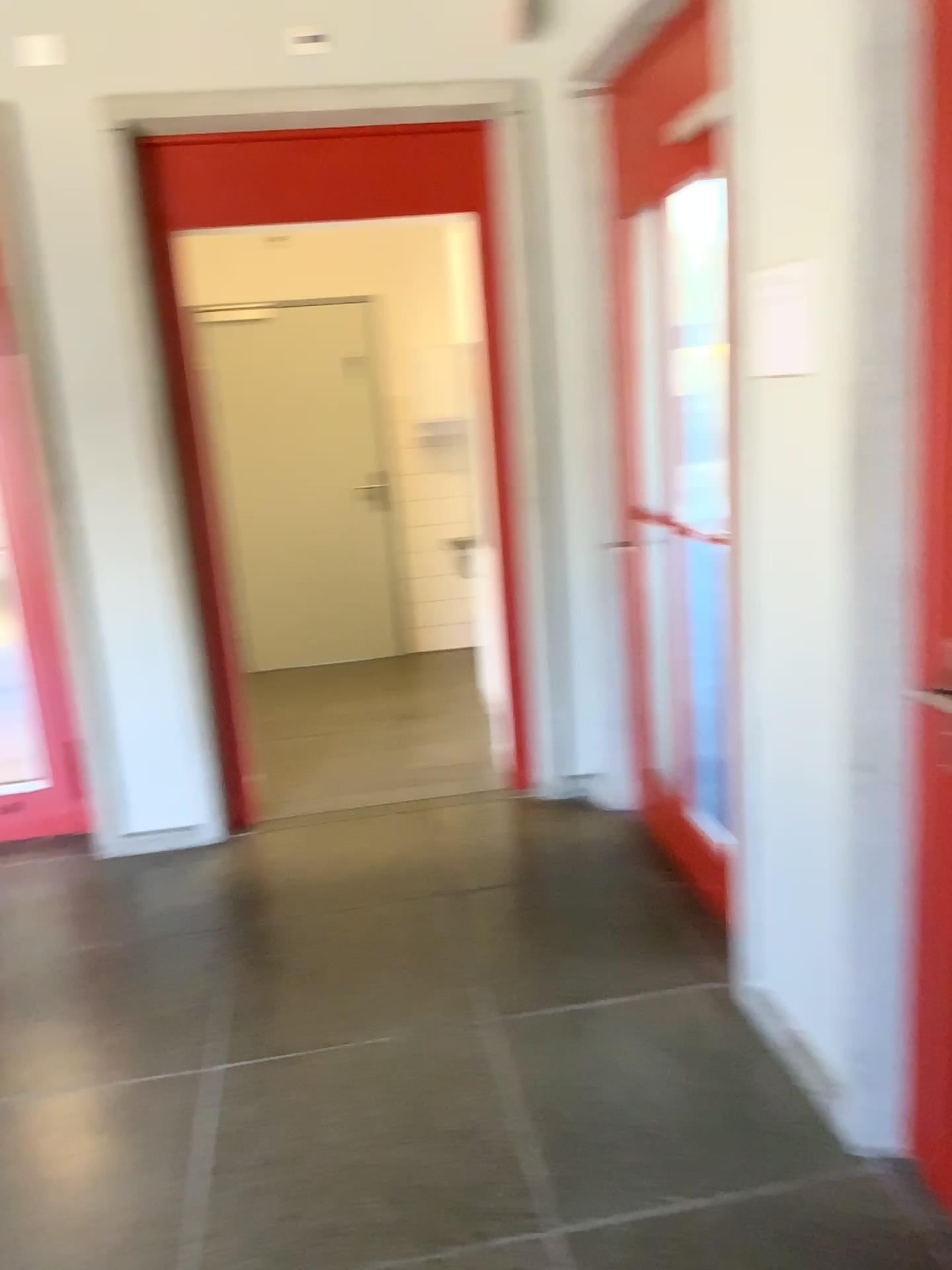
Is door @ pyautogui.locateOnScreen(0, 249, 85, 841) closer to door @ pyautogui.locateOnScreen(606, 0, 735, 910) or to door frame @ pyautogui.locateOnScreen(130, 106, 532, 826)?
door frame @ pyautogui.locateOnScreen(130, 106, 532, 826)

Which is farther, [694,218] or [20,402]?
[20,402]

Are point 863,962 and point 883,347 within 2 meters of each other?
yes

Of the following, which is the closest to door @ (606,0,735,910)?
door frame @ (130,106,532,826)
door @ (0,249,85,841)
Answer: door frame @ (130,106,532,826)

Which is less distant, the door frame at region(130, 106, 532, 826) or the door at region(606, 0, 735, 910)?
the door at region(606, 0, 735, 910)

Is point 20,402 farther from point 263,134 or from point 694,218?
point 694,218

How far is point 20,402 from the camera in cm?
369

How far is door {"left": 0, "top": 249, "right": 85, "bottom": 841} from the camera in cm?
369
